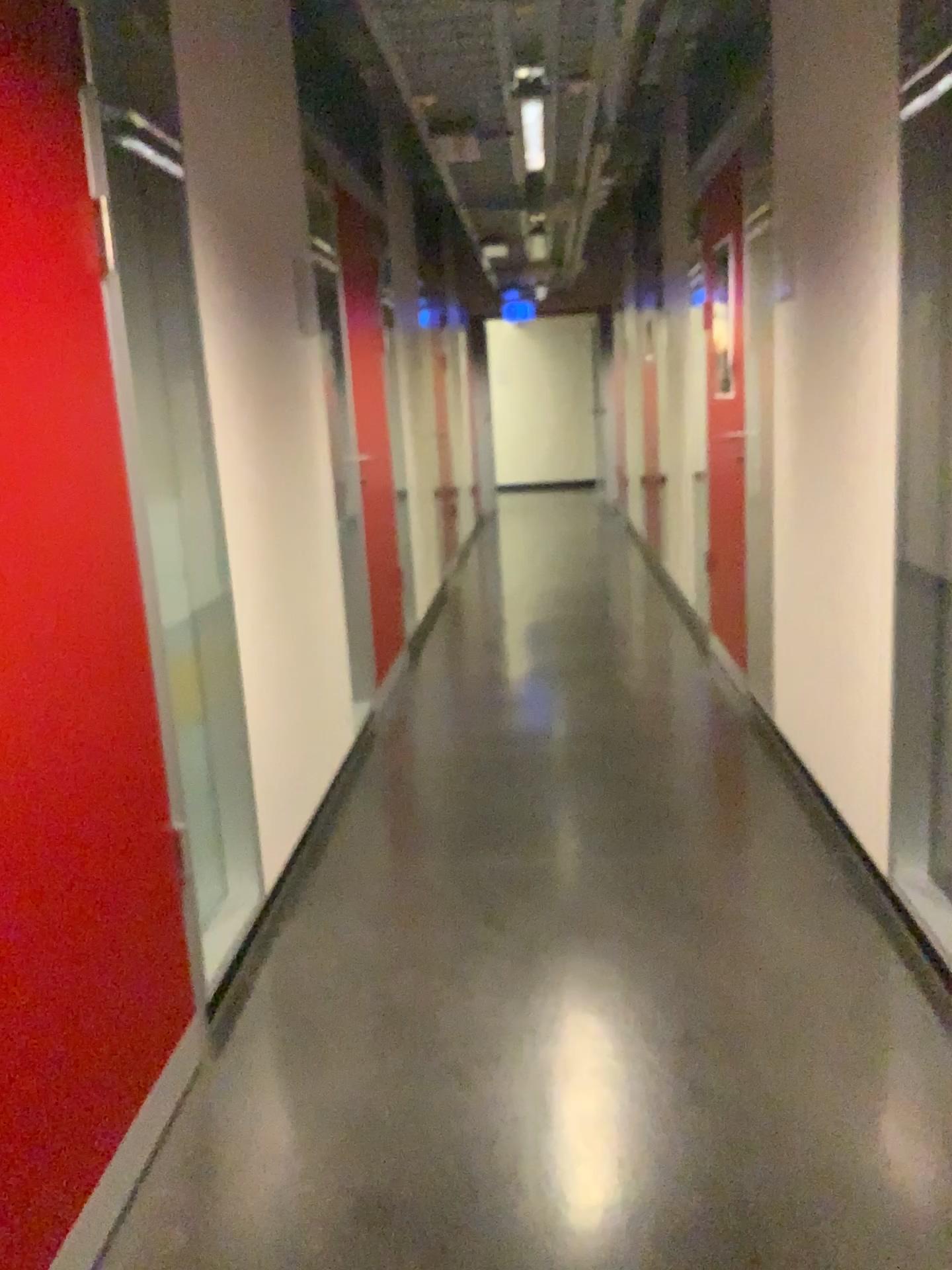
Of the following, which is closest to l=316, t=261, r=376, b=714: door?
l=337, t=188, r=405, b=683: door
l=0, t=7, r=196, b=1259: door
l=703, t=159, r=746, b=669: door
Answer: l=337, t=188, r=405, b=683: door

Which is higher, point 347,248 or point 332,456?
point 347,248

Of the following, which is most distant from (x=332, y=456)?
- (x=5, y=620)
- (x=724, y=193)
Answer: (x=5, y=620)

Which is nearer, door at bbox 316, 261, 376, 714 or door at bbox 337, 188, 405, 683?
door at bbox 316, 261, 376, 714

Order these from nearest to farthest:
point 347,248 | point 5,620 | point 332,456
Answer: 1. point 5,620
2. point 332,456
3. point 347,248

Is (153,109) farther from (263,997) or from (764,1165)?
(764,1165)

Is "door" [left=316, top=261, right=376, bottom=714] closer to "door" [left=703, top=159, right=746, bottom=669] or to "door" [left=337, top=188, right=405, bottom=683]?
"door" [left=337, top=188, right=405, bottom=683]

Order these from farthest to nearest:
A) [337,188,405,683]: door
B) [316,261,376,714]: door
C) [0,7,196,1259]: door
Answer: [337,188,405,683]: door → [316,261,376,714]: door → [0,7,196,1259]: door

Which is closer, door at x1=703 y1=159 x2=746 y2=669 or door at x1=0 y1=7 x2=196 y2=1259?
door at x1=0 y1=7 x2=196 y2=1259
